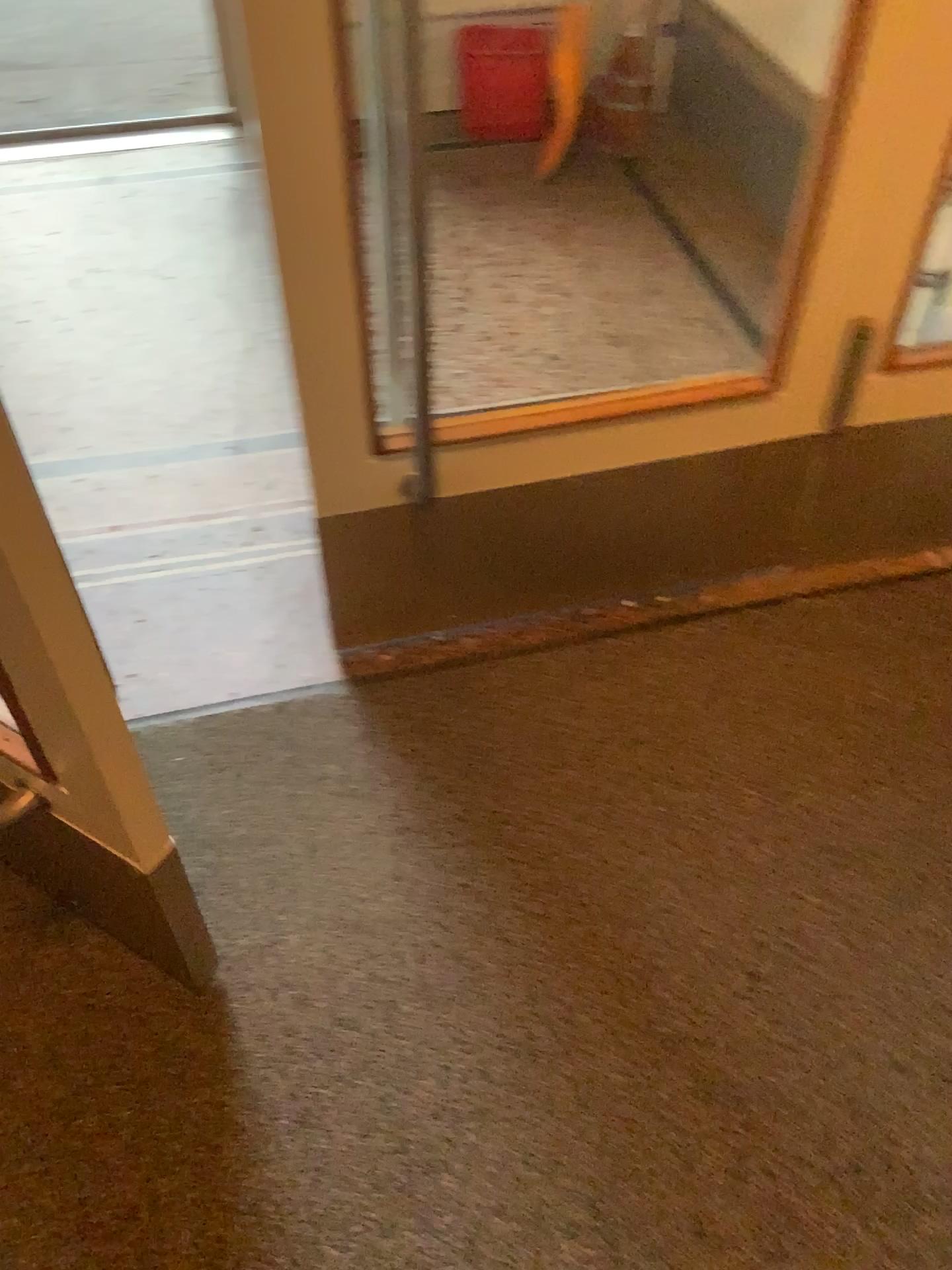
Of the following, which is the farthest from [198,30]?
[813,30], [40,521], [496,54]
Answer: [40,521]

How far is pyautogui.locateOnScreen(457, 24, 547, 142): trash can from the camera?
3.16m

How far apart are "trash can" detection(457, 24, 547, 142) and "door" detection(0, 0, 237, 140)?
0.9 meters

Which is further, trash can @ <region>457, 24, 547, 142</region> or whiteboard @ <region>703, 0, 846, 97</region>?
trash can @ <region>457, 24, 547, 142</region>

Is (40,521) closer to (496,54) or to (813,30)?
(813,30)

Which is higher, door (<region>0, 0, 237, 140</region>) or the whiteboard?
the whiteboard

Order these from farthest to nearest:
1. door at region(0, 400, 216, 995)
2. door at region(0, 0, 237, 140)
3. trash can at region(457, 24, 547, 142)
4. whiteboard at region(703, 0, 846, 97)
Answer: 1. door at region(0, 0, 237, 140)
2. trash can at region(457, 24, 547, 142)
3. whiteboard at region(703, 0, 846, 97)
4. door at region(0, 400, 216, 995)

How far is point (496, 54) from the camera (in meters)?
3.16

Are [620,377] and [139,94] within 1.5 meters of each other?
no

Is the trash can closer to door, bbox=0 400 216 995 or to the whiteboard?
the whiteboard
